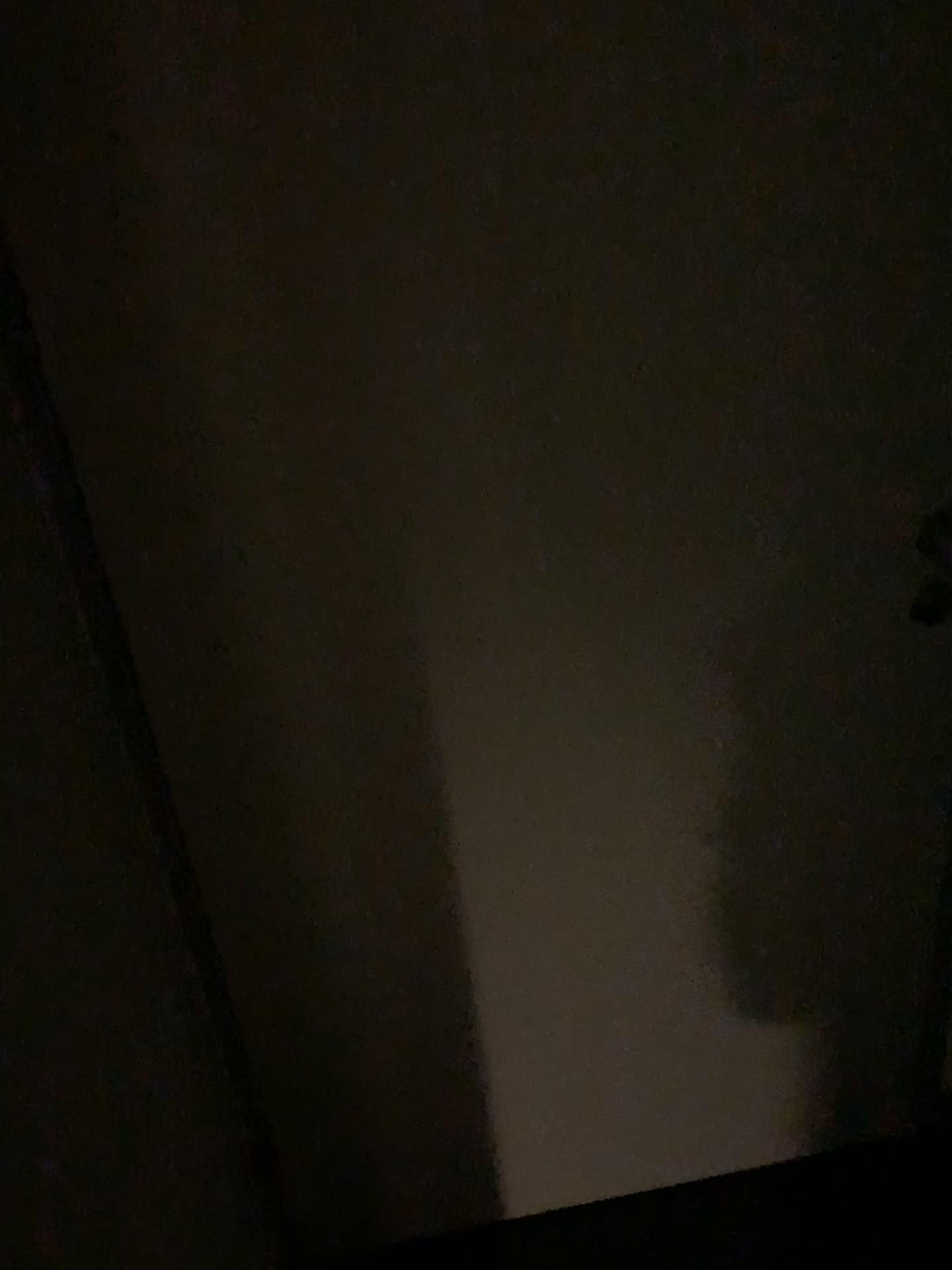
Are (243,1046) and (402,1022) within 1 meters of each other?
yes
